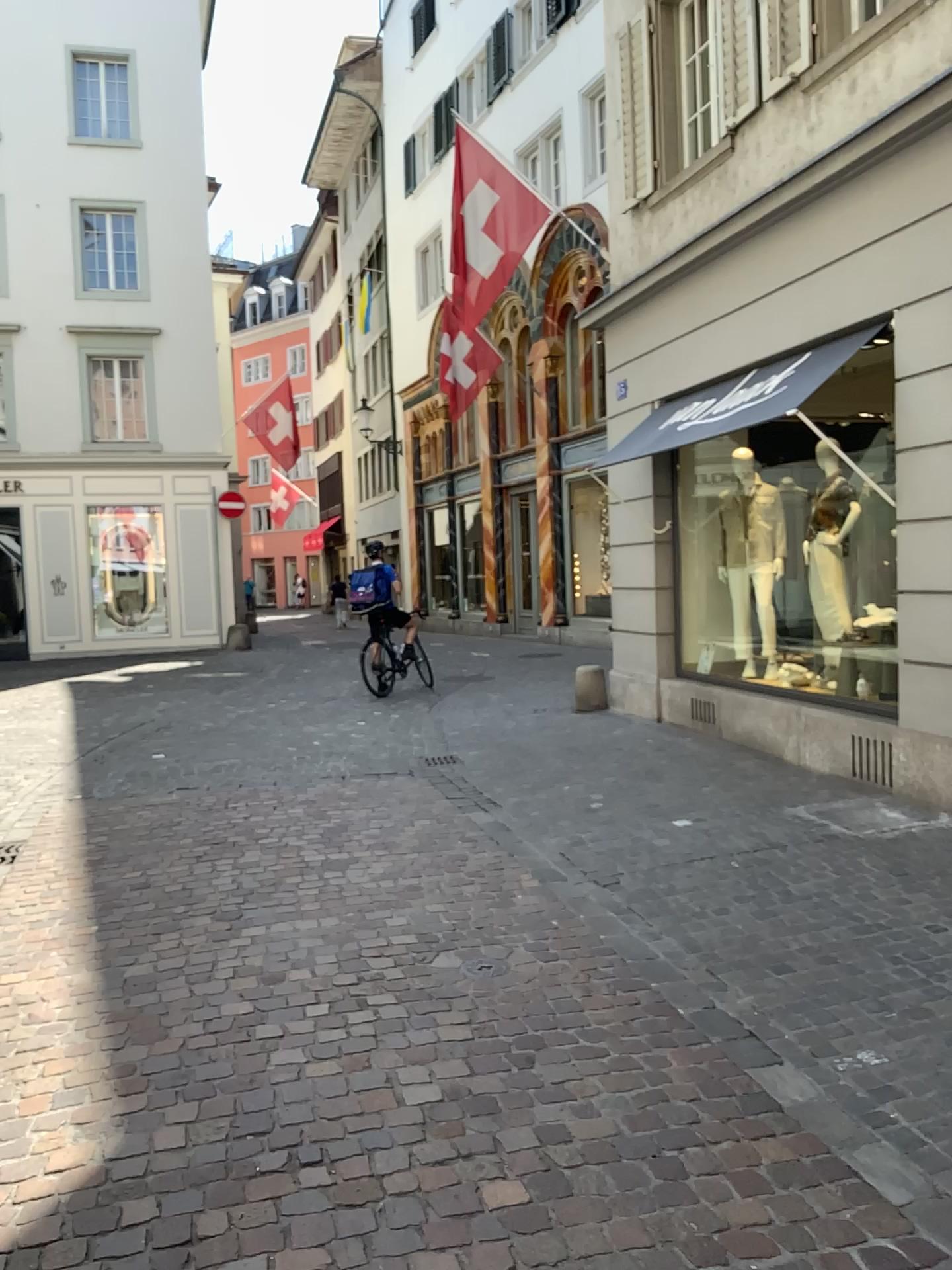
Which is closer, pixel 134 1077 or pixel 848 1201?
pixel 848 1201
